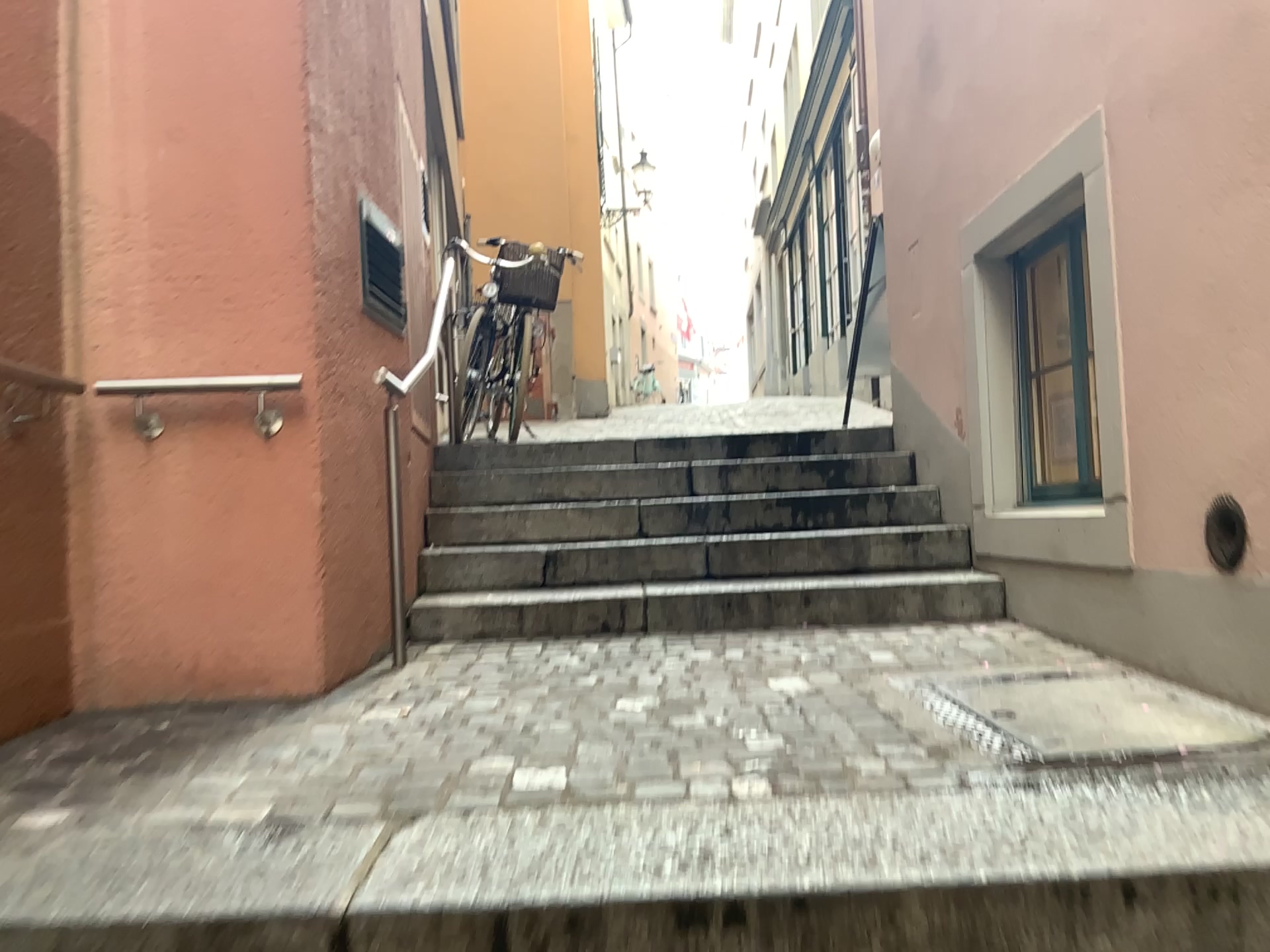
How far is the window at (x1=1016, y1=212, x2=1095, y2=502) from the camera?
3.6 meters

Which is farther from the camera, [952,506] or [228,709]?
[952,506]

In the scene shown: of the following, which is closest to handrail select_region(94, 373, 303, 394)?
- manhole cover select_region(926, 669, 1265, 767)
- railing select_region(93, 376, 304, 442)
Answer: railing select_region(93, 376, 304, 442)

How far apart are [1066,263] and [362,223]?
2.4 meters

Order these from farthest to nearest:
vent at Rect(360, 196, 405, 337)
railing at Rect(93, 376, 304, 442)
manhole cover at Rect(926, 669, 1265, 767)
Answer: vent at Rect(360, 196, 405, 337) < railing at Rect(93, 376, 304, 442) < manhole cover at Rect(926, 669, 1265, 767)

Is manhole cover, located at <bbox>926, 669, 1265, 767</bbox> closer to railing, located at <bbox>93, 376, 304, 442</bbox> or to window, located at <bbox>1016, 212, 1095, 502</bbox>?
window, located at <bbox>1016, 212, 1095, 502</bbox>

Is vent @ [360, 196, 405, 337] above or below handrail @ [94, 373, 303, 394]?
above

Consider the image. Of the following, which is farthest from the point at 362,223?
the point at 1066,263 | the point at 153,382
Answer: the point at 1066,263

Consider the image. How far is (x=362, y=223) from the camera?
3.4m

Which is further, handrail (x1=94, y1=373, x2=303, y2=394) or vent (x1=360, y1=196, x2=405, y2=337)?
vent (x1=360, y1=196, x2=405, y2=337)
